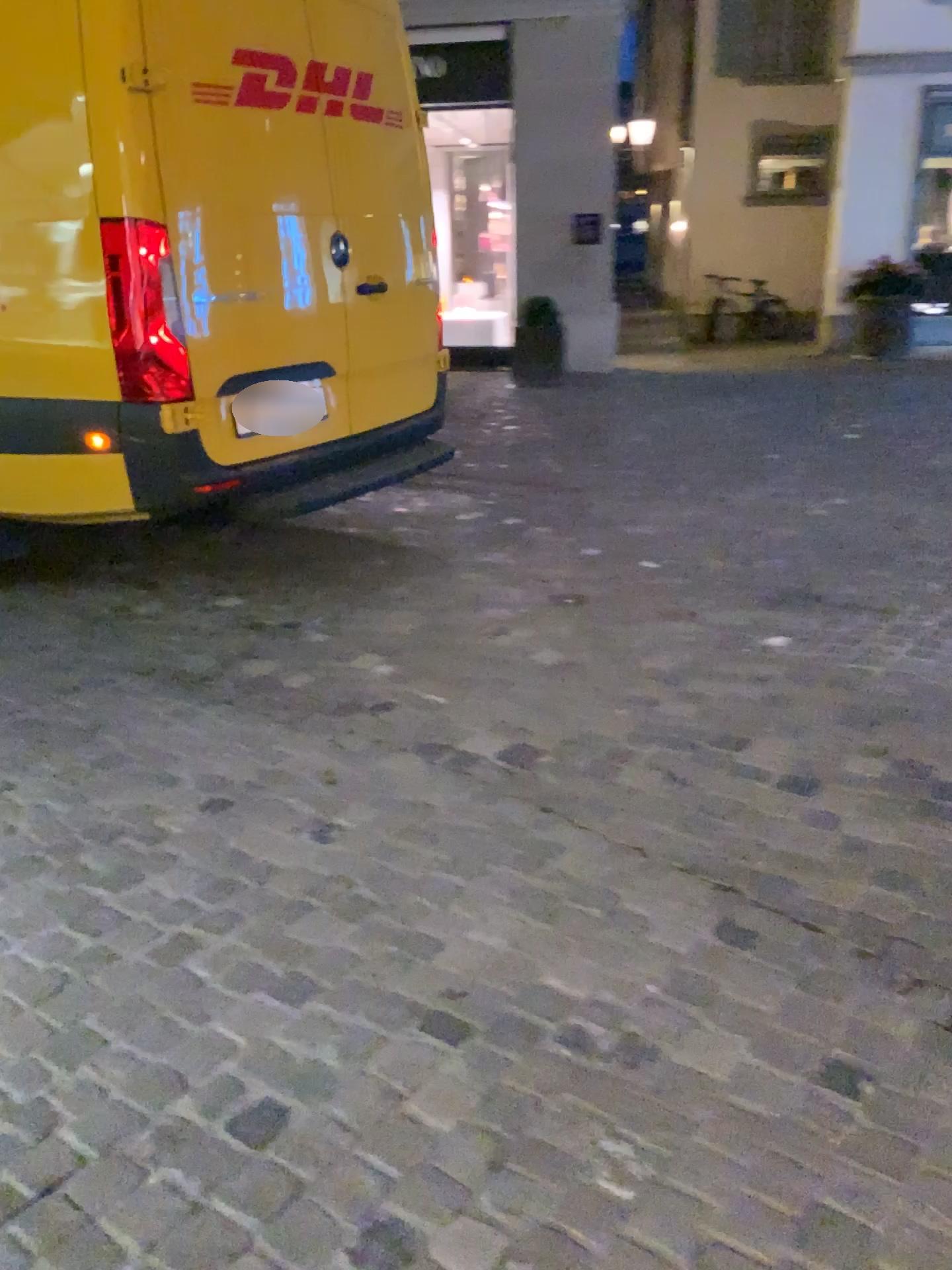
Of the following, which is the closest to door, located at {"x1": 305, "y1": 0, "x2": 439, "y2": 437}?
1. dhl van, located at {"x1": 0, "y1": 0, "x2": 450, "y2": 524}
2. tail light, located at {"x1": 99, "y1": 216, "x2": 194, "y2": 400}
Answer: dhl van, located at {"x1": 0, "y1": 0, "x2": 450, "y2": 524}

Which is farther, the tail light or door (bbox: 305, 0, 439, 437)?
door (bbox: 305, 0, 439, 437)

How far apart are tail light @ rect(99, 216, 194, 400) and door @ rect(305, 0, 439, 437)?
0.72m

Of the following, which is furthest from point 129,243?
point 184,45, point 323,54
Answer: point 323,54

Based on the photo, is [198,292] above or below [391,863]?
above

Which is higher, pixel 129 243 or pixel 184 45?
pixel 184 45

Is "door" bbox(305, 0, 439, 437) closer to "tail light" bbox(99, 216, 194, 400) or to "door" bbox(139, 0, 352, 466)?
"door" bbox(139, 0, 352, 466)

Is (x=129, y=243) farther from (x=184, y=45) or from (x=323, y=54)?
(x=323, y=54)

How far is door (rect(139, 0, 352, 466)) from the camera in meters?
3.3 m
